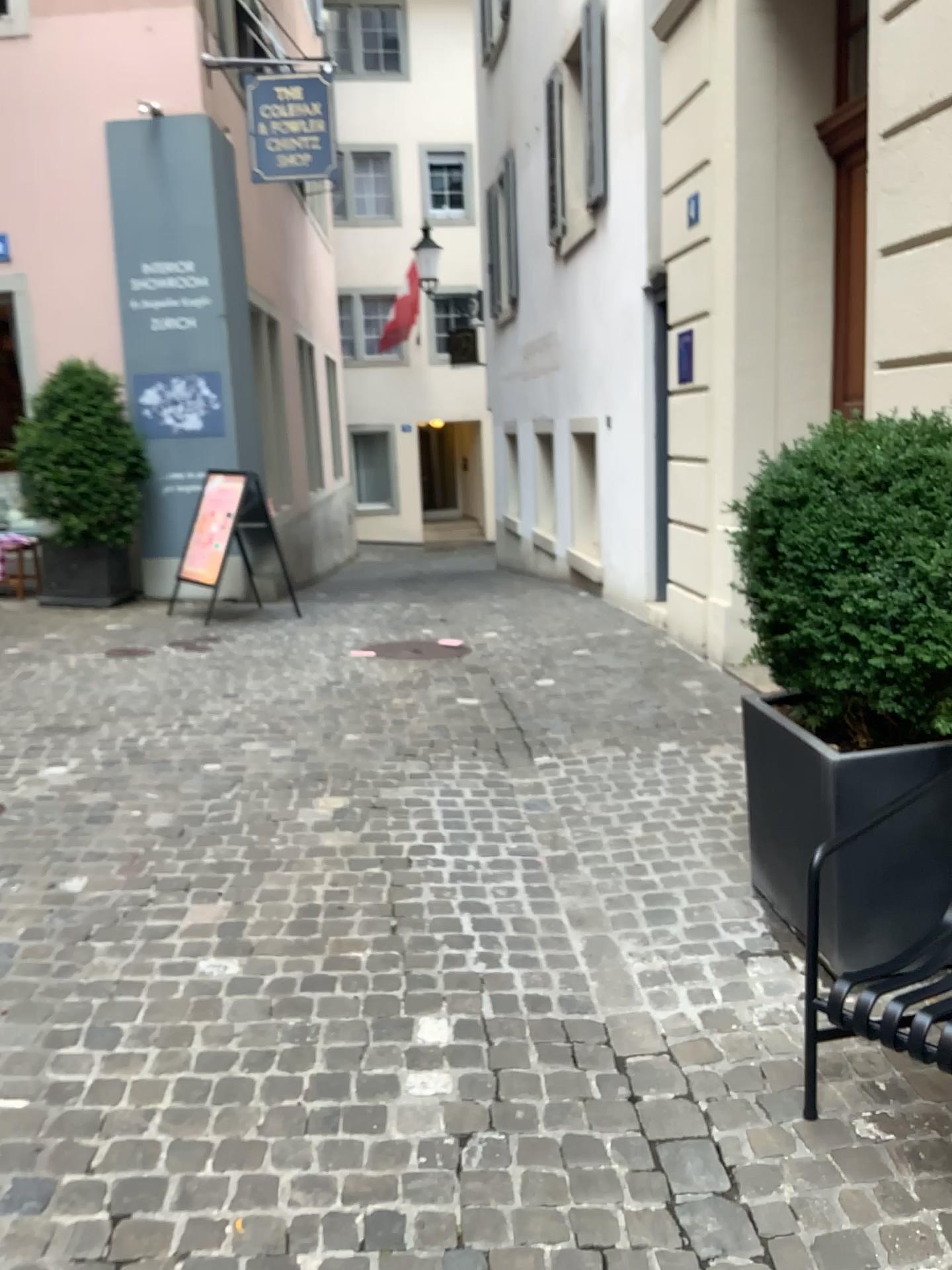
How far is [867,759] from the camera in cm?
259

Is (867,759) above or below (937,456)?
below

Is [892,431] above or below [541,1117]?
above

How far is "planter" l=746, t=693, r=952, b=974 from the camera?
2.6m

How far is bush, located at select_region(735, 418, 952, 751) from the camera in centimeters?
243cm

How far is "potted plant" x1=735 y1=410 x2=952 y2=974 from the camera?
2.44m

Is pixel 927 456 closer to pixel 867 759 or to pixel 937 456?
pixel 937 456
